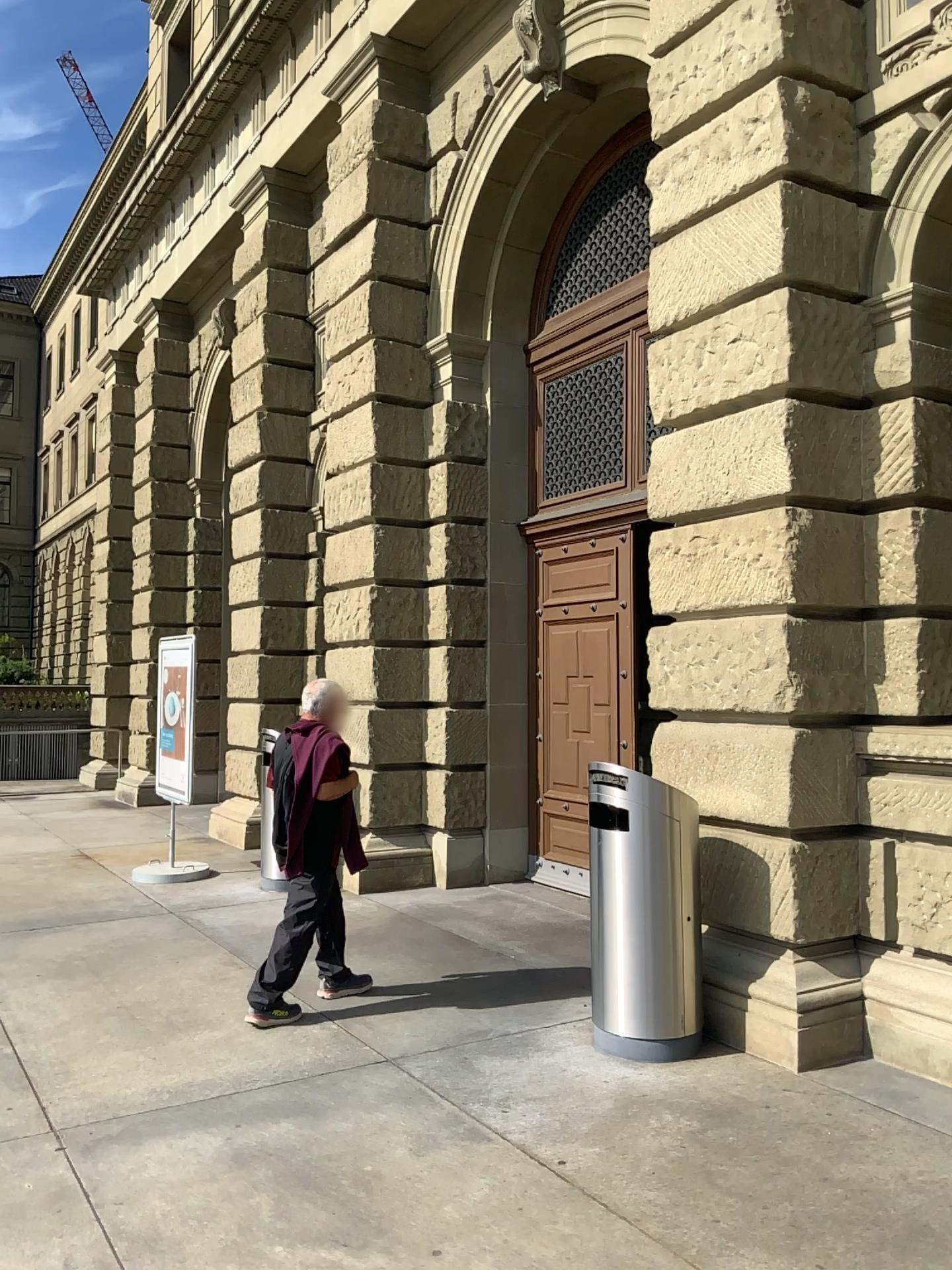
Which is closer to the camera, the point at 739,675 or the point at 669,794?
the point at 669,794
